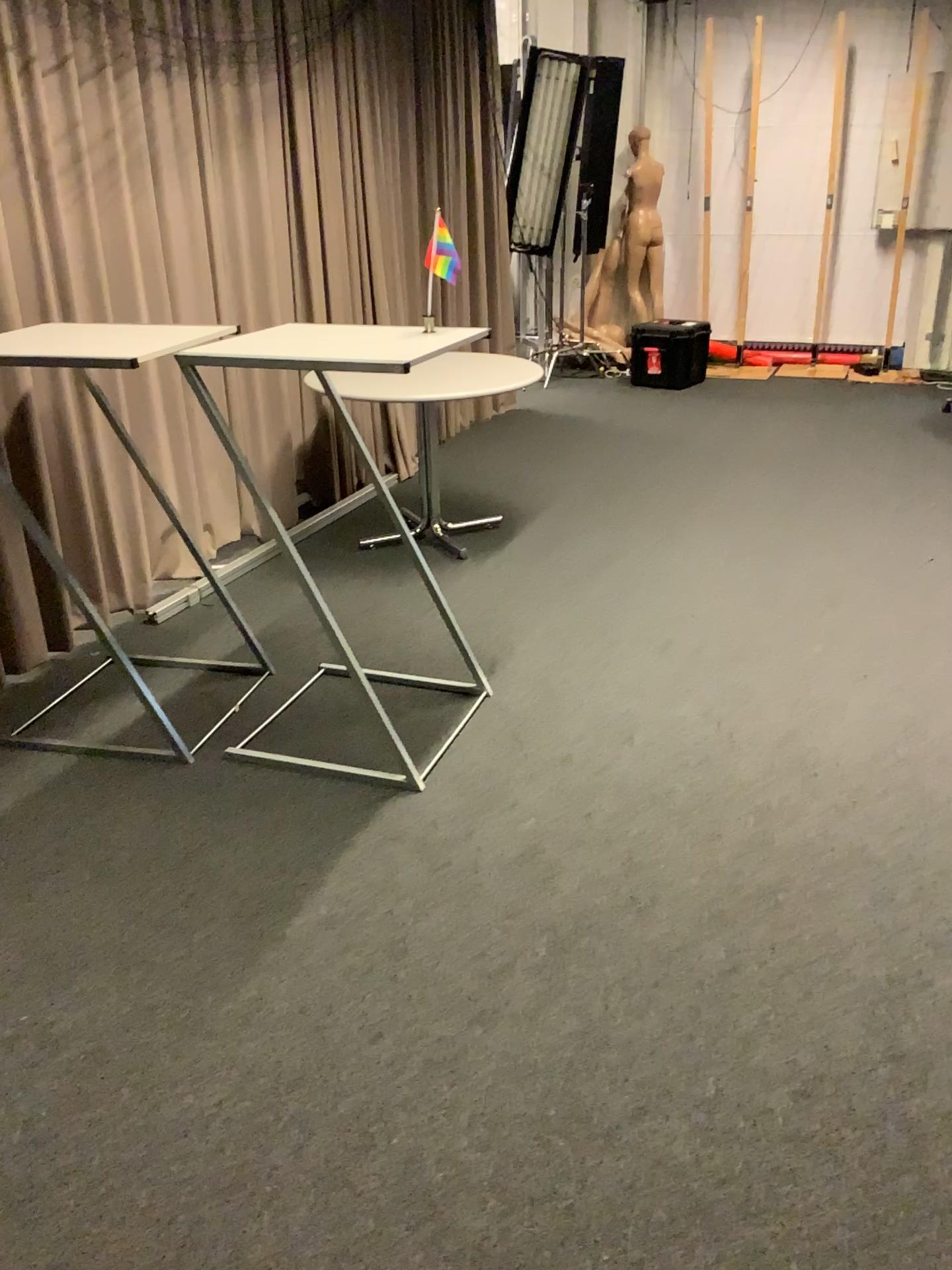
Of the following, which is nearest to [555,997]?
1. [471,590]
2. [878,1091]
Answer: [878,1091]
